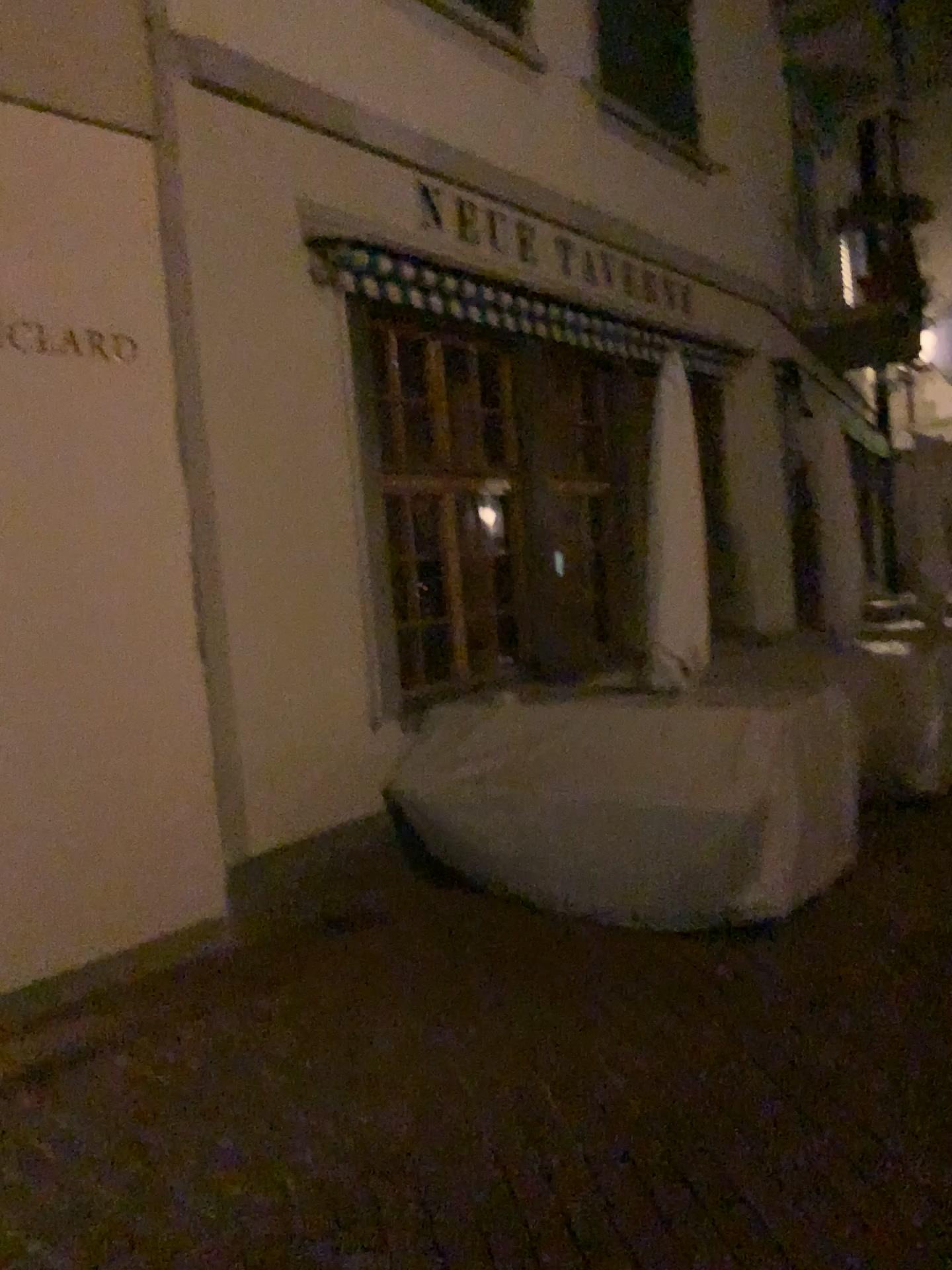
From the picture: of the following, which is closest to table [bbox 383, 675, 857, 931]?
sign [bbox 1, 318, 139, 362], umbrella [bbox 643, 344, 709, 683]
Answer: umbrella [bbox 643, 344, 709, 683]

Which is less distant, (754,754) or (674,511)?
(754,754)

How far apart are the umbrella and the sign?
2.24m

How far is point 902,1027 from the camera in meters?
3.5

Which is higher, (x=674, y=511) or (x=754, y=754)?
(x=674, y=511)

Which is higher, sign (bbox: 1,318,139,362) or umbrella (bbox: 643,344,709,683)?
sign (bbox: 1,318,139,362)

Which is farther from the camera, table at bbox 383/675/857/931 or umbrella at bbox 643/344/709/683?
umbrella at bbox 643/344/709/683

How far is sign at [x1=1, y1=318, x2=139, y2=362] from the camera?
3.8m

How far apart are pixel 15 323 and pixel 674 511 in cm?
272

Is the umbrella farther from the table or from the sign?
the sign
